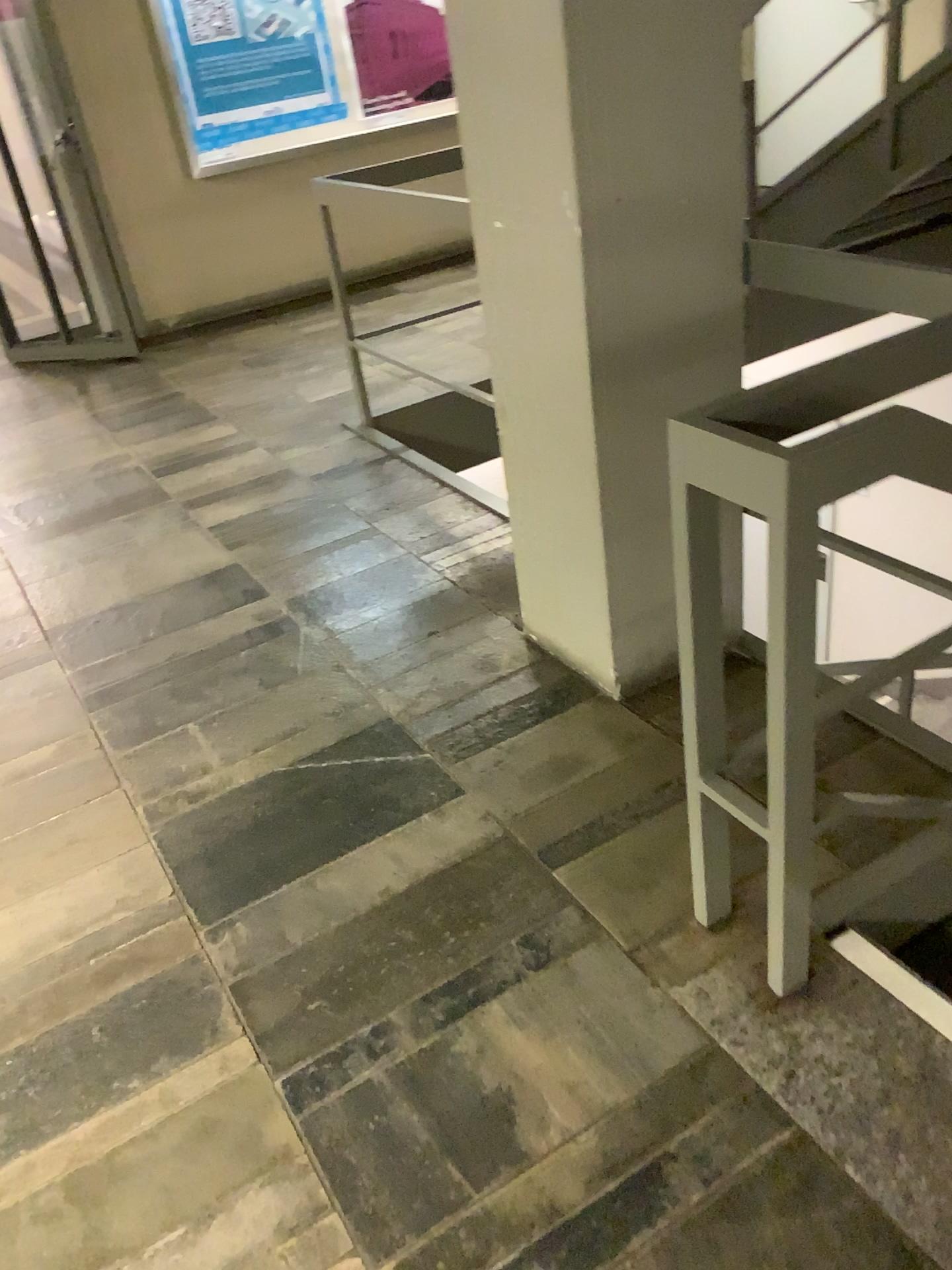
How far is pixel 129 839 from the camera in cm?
217

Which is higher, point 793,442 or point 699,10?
point 699,10

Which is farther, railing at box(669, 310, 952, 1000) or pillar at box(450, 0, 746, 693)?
pillar at box(450, 0, 746, 693)

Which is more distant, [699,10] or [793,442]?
[699,10]
